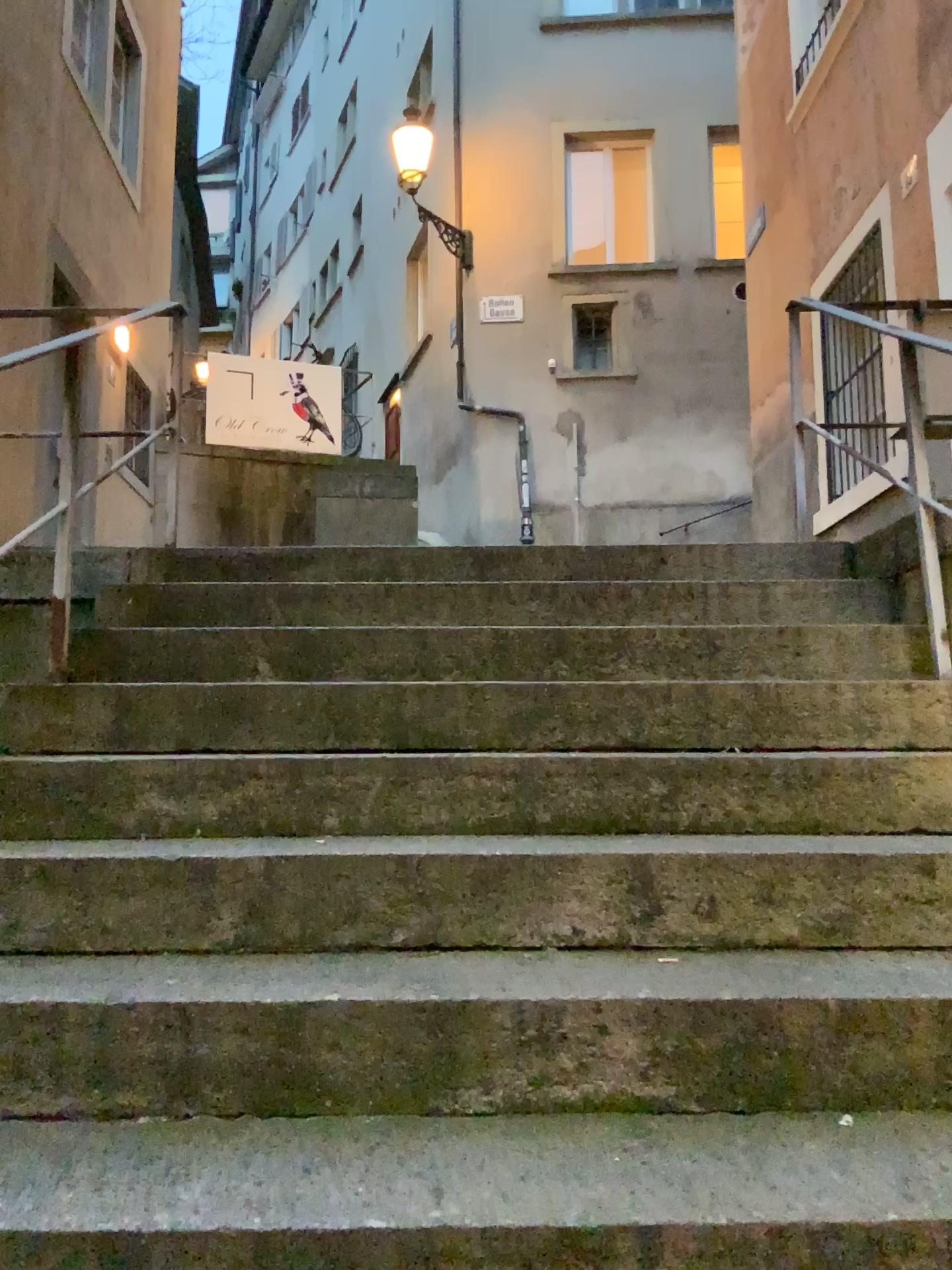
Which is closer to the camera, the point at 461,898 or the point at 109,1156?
the point at 109,1156
